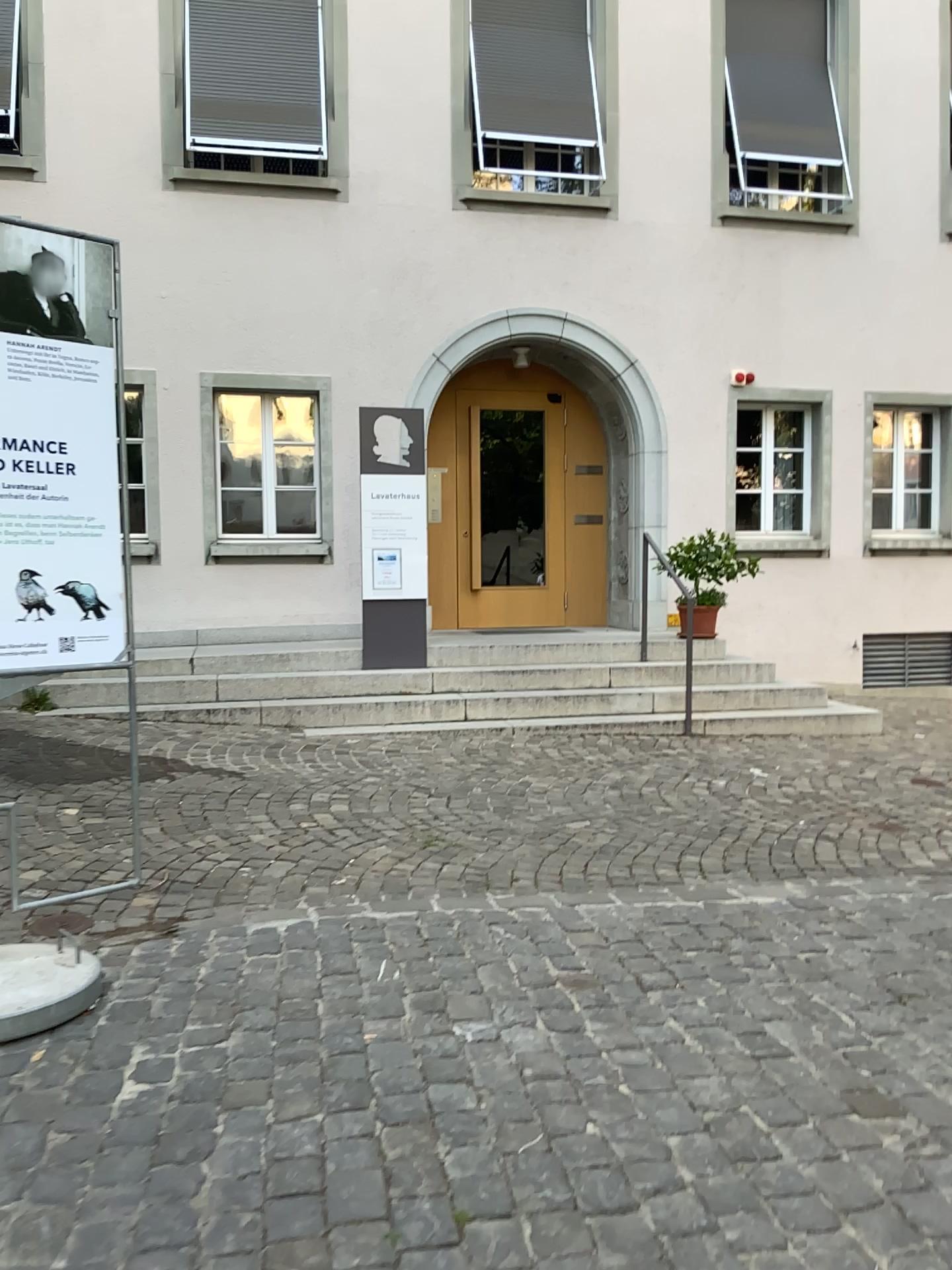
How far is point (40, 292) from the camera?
3.1m

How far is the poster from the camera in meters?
3.1 m

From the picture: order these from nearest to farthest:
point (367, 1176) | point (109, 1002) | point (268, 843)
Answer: point (367, 1176) < point (109, 1002) < point (268, 843)
